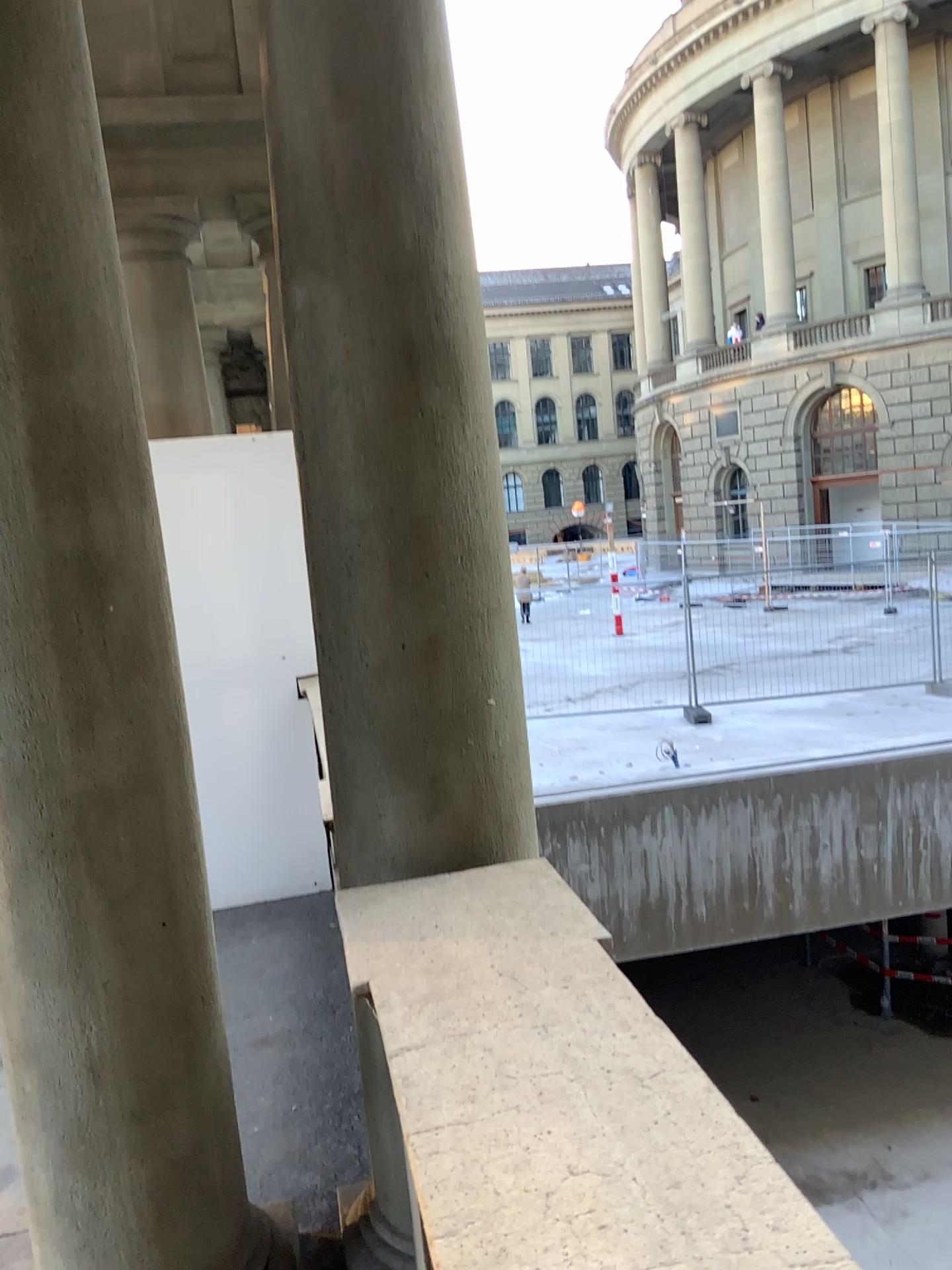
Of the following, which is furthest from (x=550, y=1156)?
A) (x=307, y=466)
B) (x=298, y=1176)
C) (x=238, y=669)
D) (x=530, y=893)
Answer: (x=238, y=669)

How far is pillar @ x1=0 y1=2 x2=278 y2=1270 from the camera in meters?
1.8 m

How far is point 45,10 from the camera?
1.8m
